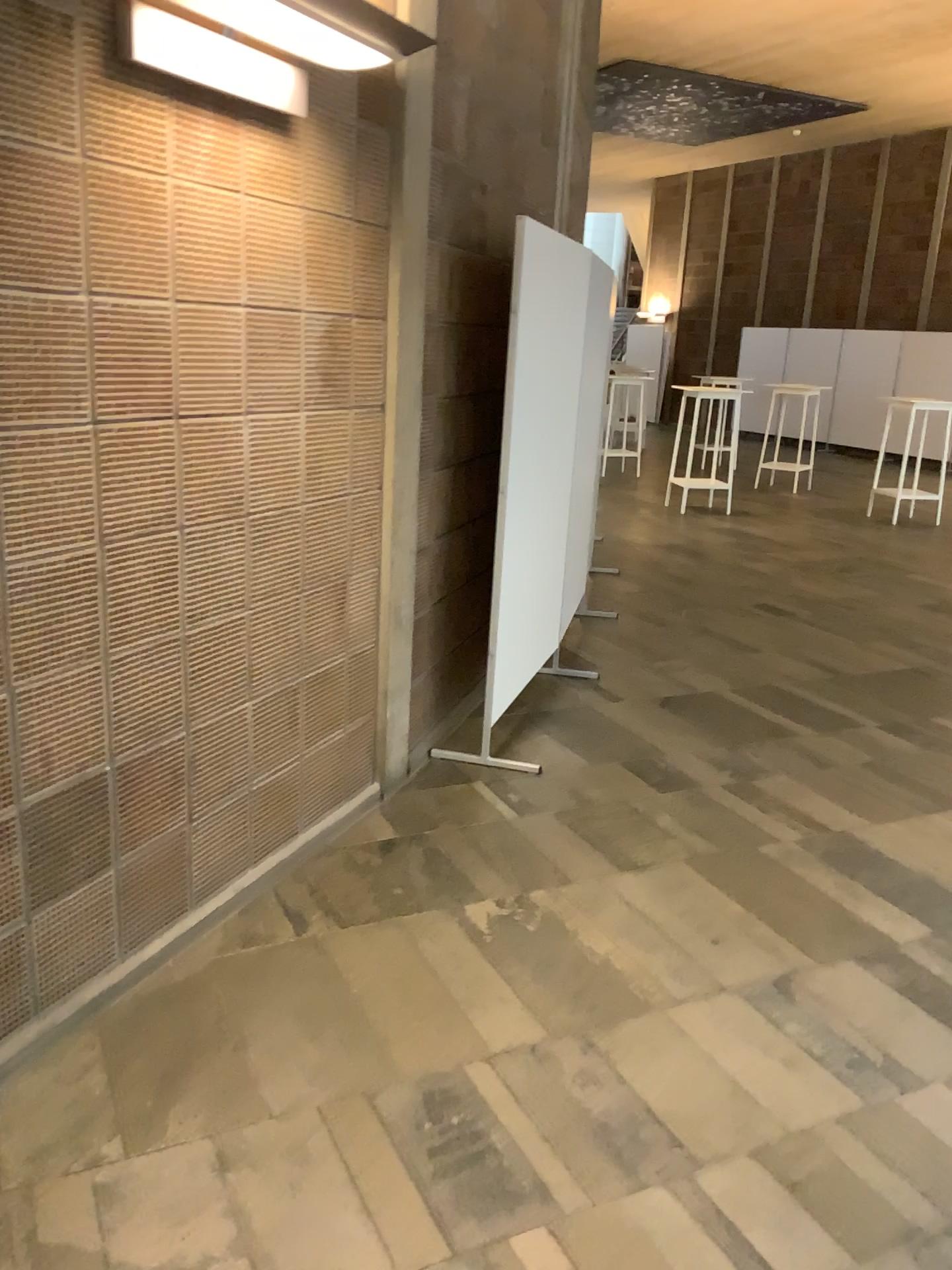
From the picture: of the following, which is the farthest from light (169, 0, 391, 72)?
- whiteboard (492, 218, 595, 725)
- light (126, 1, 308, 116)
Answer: whiteboard (492, 218, 595, 725)

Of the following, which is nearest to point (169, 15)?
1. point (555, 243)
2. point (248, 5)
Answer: point (248, 5)

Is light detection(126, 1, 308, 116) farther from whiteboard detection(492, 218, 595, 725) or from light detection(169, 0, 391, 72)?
whiteboard detection(492, 218, 595, 725)

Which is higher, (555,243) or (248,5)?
(248,5)

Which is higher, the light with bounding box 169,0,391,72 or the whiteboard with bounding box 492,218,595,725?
the light with bounding box 169,0,391,72

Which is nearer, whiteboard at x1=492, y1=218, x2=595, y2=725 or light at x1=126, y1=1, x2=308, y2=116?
light at x1=126, y1=1, x2=308, y2=116

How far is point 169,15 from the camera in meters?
2.1 m

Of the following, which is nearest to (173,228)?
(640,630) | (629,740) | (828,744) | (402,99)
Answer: (402,99)

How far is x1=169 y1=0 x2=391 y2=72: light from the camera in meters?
2.1

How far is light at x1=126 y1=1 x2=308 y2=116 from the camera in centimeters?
207cm
